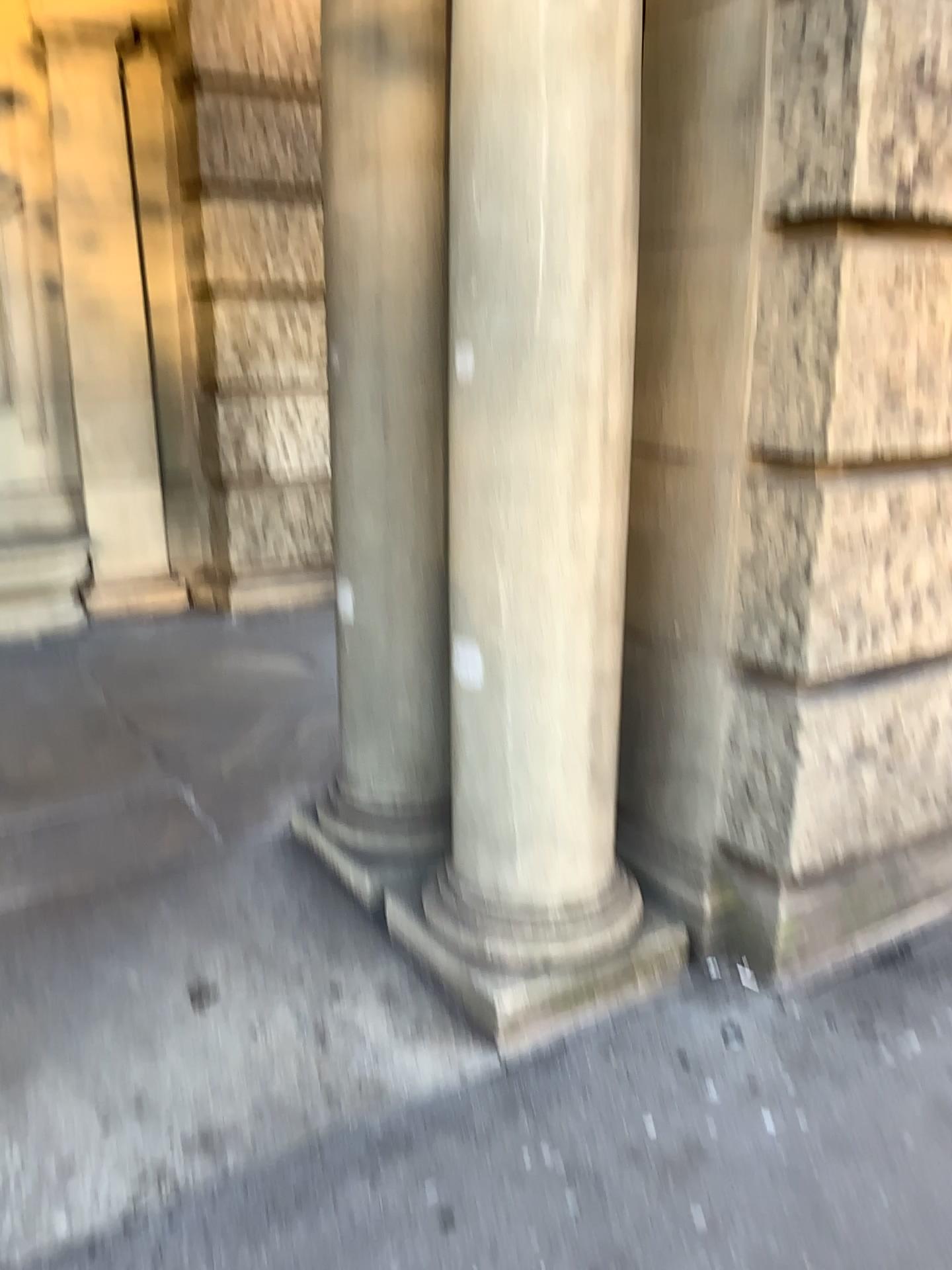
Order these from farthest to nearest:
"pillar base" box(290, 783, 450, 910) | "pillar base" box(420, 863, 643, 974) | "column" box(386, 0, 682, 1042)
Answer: "pillar base" box(290, 783, 450, 910), "pillar base" box(420, 863, 643, 974), "column" box(386, 0, 682, 1042)

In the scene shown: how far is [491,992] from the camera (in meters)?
2.42

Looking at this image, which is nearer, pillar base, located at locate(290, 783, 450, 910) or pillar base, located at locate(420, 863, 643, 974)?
pillar base, located at locate(420, 863, 643, 974)

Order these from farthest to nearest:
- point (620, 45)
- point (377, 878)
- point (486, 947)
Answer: point (377, 878) → point (486, 947) → point (620, 45)

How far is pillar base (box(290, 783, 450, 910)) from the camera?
2.9 meters

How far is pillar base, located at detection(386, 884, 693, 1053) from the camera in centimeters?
242cm

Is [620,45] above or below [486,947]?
above

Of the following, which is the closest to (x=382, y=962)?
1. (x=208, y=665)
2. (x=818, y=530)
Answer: (x=818, y=530)

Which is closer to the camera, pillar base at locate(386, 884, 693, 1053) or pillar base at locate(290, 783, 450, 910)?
pillar base at locate(386, 884, 693, 1053)

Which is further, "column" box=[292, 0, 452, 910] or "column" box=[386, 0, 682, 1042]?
"column" box=[292, 0, 452, 910]
